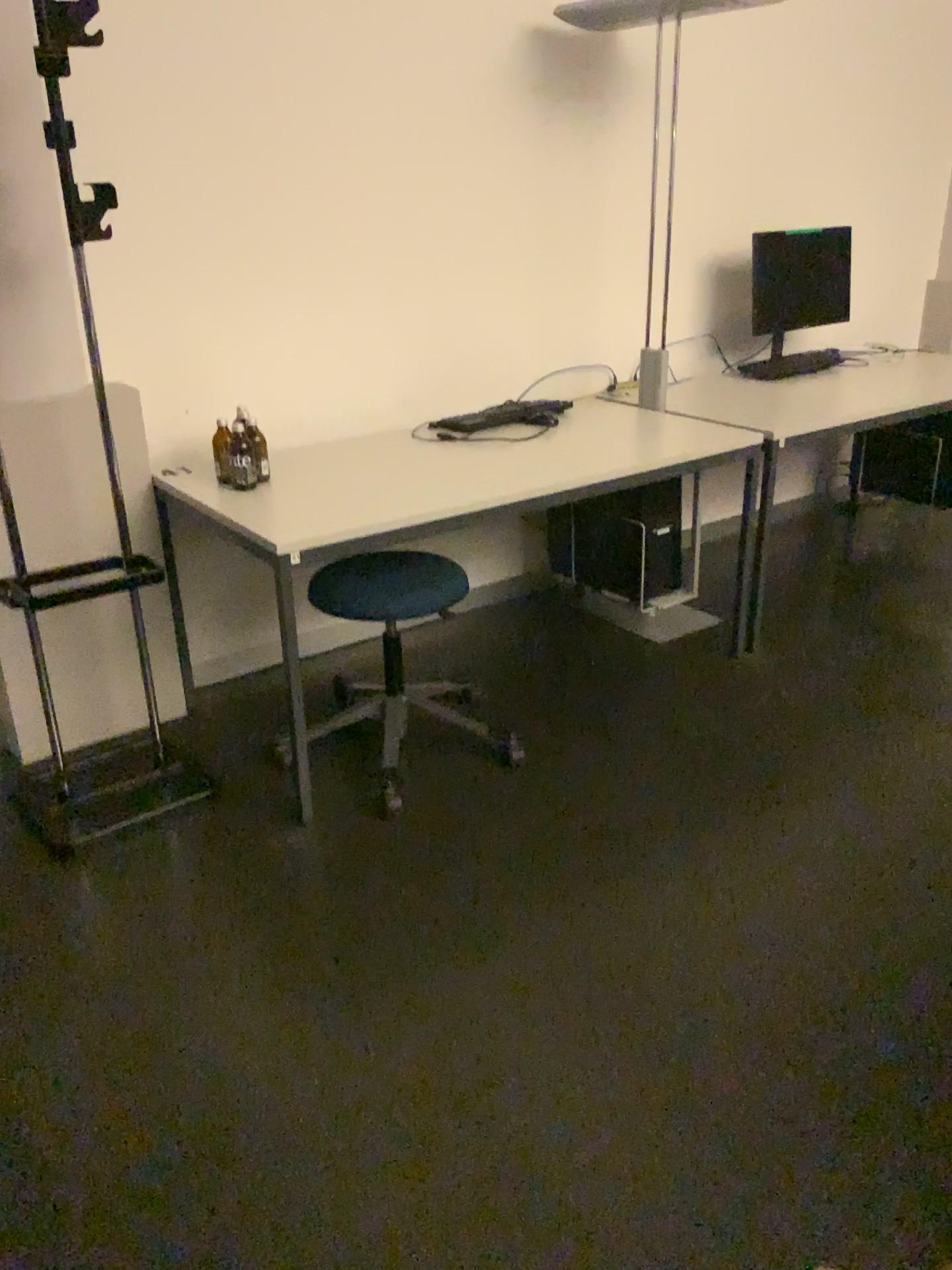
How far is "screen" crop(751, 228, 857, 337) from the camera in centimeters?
396cm

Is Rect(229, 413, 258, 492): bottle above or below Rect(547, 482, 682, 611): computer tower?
above

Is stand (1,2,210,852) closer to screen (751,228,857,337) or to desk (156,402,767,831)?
desk (156,402,767,831)

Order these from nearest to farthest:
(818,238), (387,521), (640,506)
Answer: (387,521), (640,506), (818,238)

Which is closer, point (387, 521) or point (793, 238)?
point (387, 521)

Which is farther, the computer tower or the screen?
the screen

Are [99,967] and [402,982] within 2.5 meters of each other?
yes

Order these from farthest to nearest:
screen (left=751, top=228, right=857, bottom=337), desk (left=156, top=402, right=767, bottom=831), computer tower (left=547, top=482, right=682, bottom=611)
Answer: screen (left=751, top=228, right=857, bottom=337) < computer tower (left=547, top=482, right=682, bottom=611) < desk (left=156, top=402, right=767, bottom=831)

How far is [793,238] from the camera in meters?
4.0

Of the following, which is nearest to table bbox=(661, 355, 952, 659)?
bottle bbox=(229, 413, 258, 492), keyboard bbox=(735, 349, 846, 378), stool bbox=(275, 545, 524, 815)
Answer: keyboard bbox=(735, 349, 846, 378)
